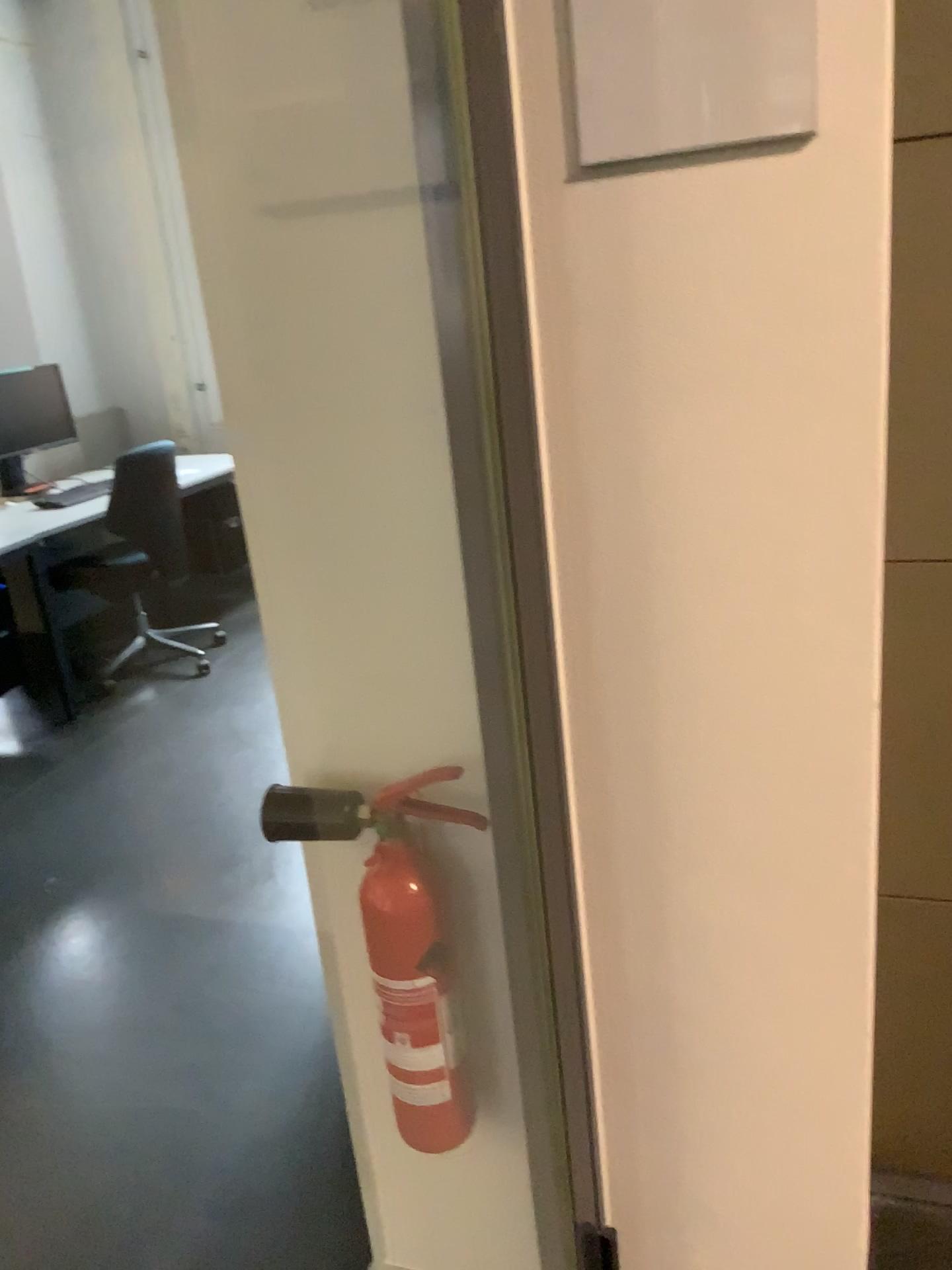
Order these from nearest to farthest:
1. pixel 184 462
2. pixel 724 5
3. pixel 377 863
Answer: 1. pixel 724 5
2. pixel 377 863
3. pixel 184 462

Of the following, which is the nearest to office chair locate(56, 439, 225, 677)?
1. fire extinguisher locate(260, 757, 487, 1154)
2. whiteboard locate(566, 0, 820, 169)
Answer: fire extinguisher locate(260, 757, 487, 1154)

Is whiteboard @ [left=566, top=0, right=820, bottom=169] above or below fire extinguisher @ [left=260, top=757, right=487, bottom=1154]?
above

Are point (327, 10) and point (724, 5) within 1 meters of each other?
yes

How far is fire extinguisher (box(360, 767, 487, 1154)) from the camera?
1.3 meters

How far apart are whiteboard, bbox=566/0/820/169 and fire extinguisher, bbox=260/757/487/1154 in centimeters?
69cm

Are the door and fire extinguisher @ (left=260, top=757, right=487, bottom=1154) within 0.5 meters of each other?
yes

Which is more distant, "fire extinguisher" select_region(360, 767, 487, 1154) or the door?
"fire extinguisher" select_region(360, 767, 487, 1154)

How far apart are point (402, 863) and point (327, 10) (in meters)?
0.92

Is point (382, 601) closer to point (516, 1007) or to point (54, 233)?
point (516, 1007)
